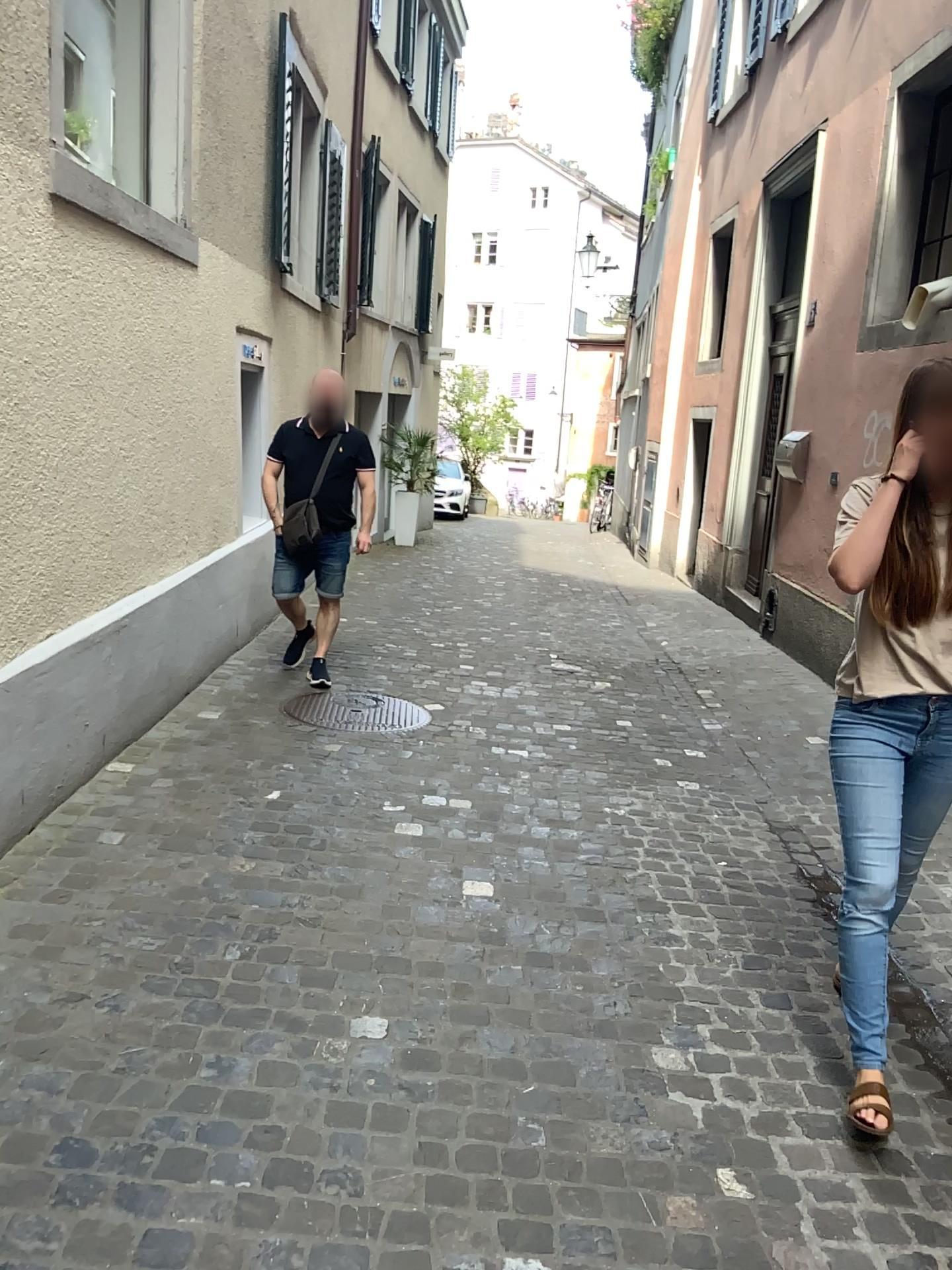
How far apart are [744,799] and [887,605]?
2.1m

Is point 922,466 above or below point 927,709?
above

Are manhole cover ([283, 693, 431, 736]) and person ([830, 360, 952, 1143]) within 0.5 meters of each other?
no

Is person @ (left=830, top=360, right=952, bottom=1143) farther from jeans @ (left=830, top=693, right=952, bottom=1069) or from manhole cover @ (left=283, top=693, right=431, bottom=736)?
manhole cover @ (left=283, top=693, right=431, bottom=736)

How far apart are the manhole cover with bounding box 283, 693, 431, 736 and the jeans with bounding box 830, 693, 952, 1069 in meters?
2.7

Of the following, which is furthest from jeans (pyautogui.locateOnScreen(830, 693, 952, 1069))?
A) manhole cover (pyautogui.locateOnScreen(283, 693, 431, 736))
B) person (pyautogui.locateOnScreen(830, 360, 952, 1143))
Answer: manhole cover (pyautogui.locateOnScreen(283, 693, 431, 736))

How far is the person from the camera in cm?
229

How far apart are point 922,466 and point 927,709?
0.54m

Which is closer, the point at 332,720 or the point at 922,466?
the point at 922,466

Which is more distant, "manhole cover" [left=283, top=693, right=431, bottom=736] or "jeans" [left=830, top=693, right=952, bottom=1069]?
"manhole cover" [left=283, top=693, right=431, bottom=736]
